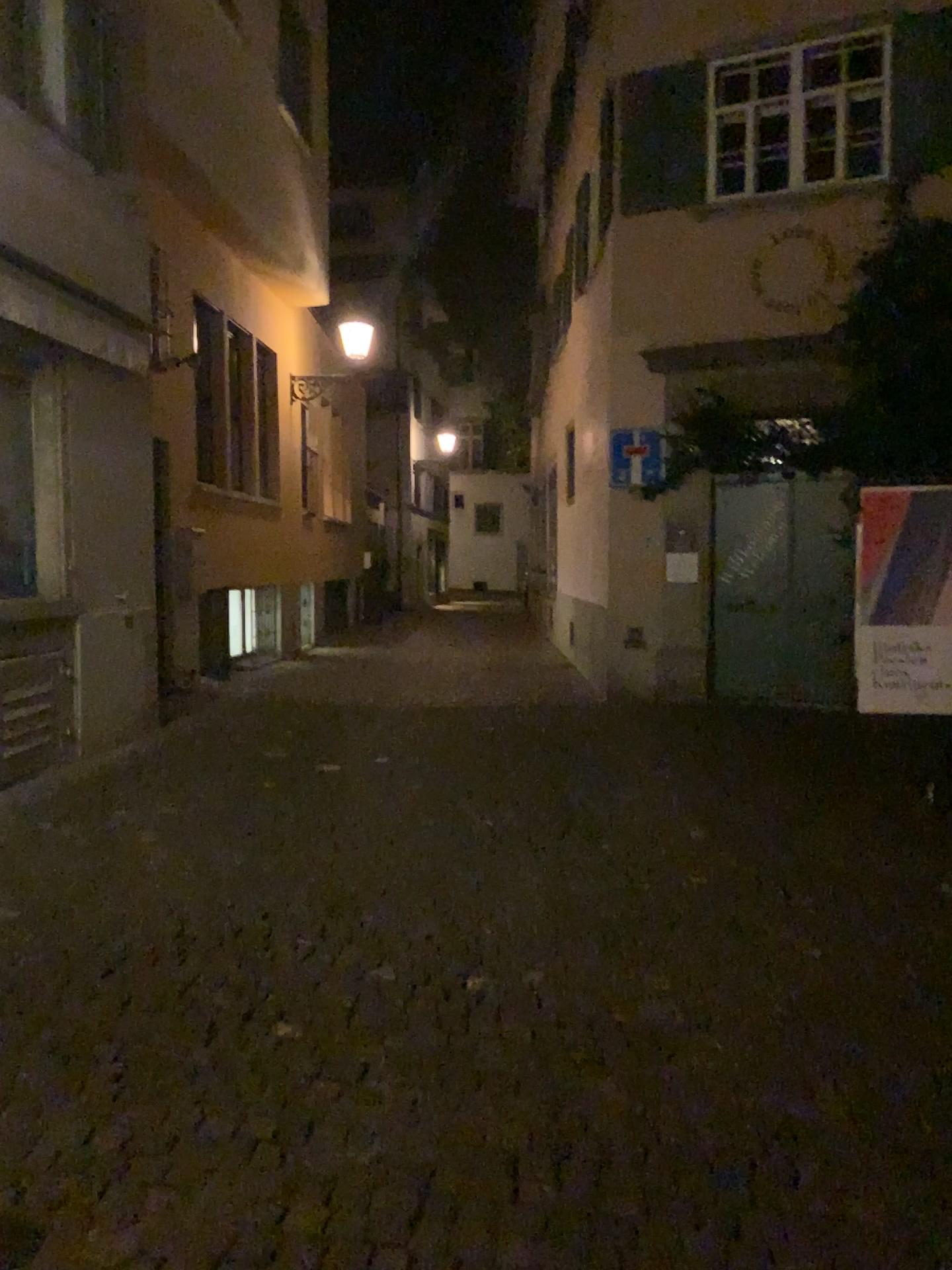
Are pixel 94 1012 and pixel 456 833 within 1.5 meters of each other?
no
